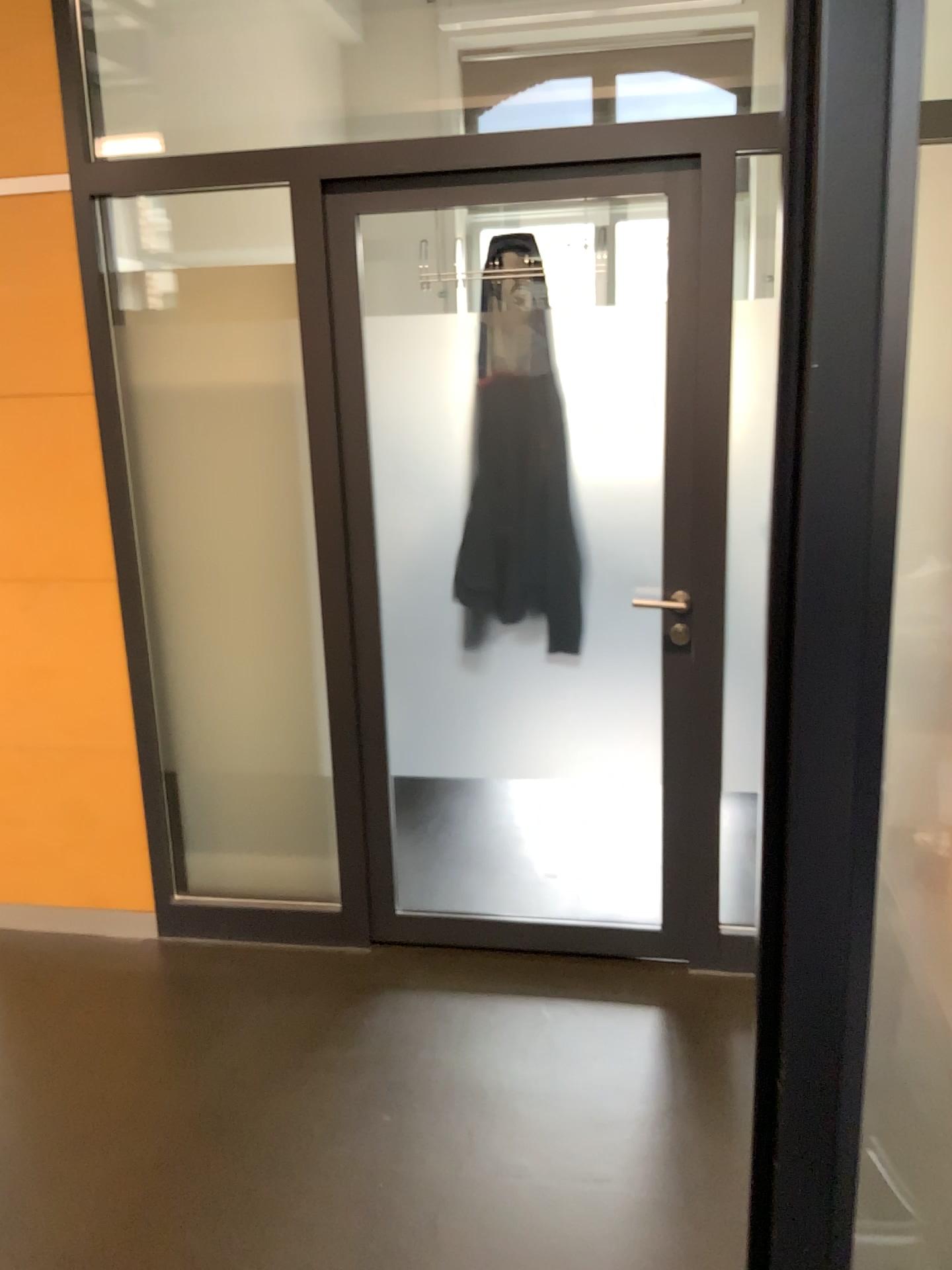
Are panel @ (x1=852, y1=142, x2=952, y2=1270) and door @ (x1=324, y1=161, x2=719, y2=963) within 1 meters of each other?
no

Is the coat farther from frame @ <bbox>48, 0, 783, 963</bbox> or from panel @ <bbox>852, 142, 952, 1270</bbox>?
panel @ <bbox>852, 142, 952, 1270</bbox>

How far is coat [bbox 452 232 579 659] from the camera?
2.7m

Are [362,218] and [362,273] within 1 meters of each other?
yes

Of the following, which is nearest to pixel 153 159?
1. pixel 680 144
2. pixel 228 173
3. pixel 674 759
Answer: pixel 228 173

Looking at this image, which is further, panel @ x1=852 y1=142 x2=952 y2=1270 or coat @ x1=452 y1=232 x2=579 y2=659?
coat @ x1=452 y1=232 x2=579 y2=659

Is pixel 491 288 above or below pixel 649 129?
below

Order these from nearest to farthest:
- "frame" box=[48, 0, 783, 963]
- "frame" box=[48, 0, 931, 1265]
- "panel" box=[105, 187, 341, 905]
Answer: "frame" box=[48, 0, 931, 1265] < "frame" box=[48, 0, 783, 963] < "panel" box=[105, 187, 341, 905]

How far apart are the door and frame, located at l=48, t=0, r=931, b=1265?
1.8m

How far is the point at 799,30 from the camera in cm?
70
